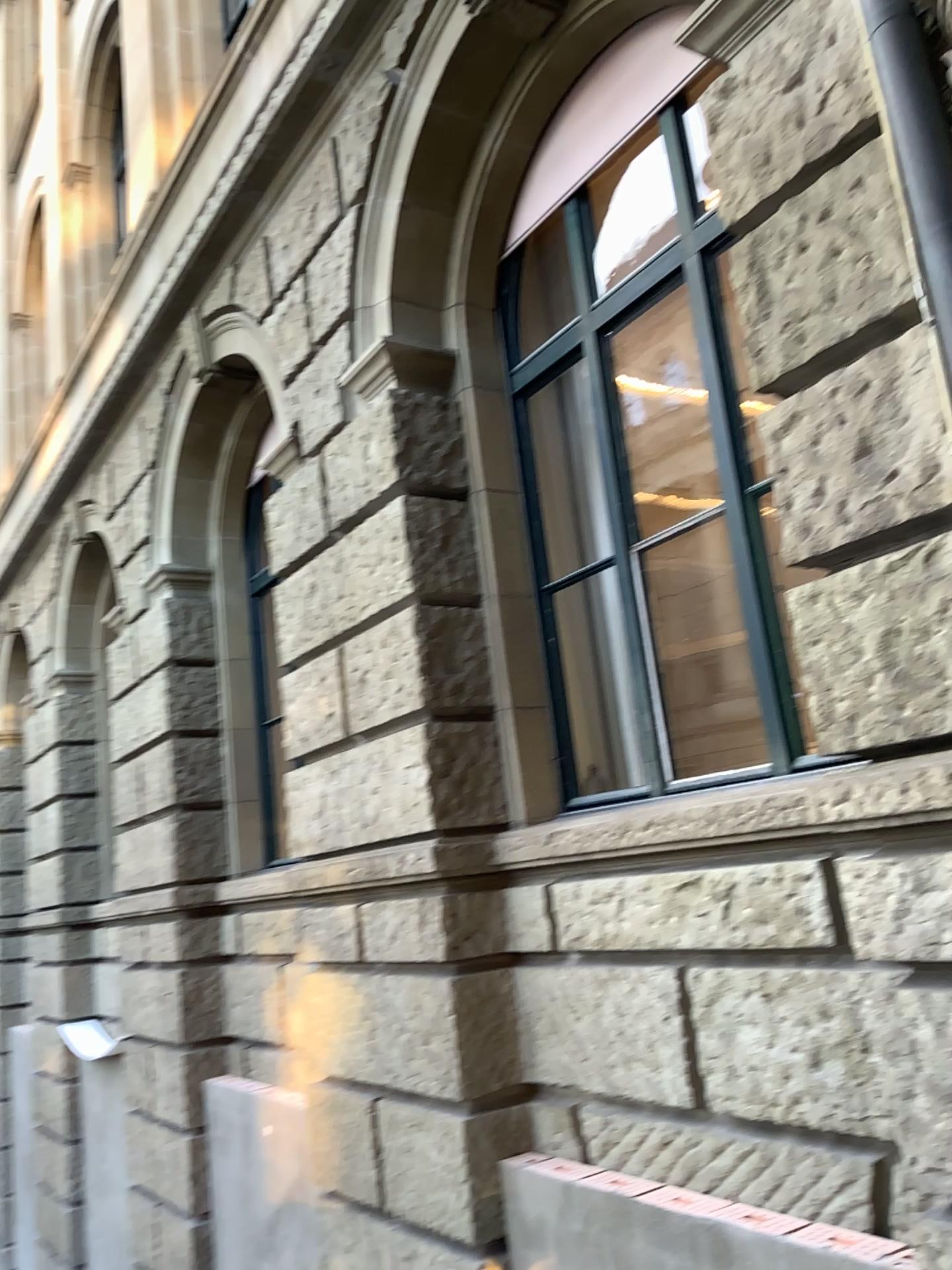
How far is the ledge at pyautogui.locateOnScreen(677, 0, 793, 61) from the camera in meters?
3.0 m

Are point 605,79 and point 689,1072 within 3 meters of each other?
no

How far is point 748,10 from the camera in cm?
298
